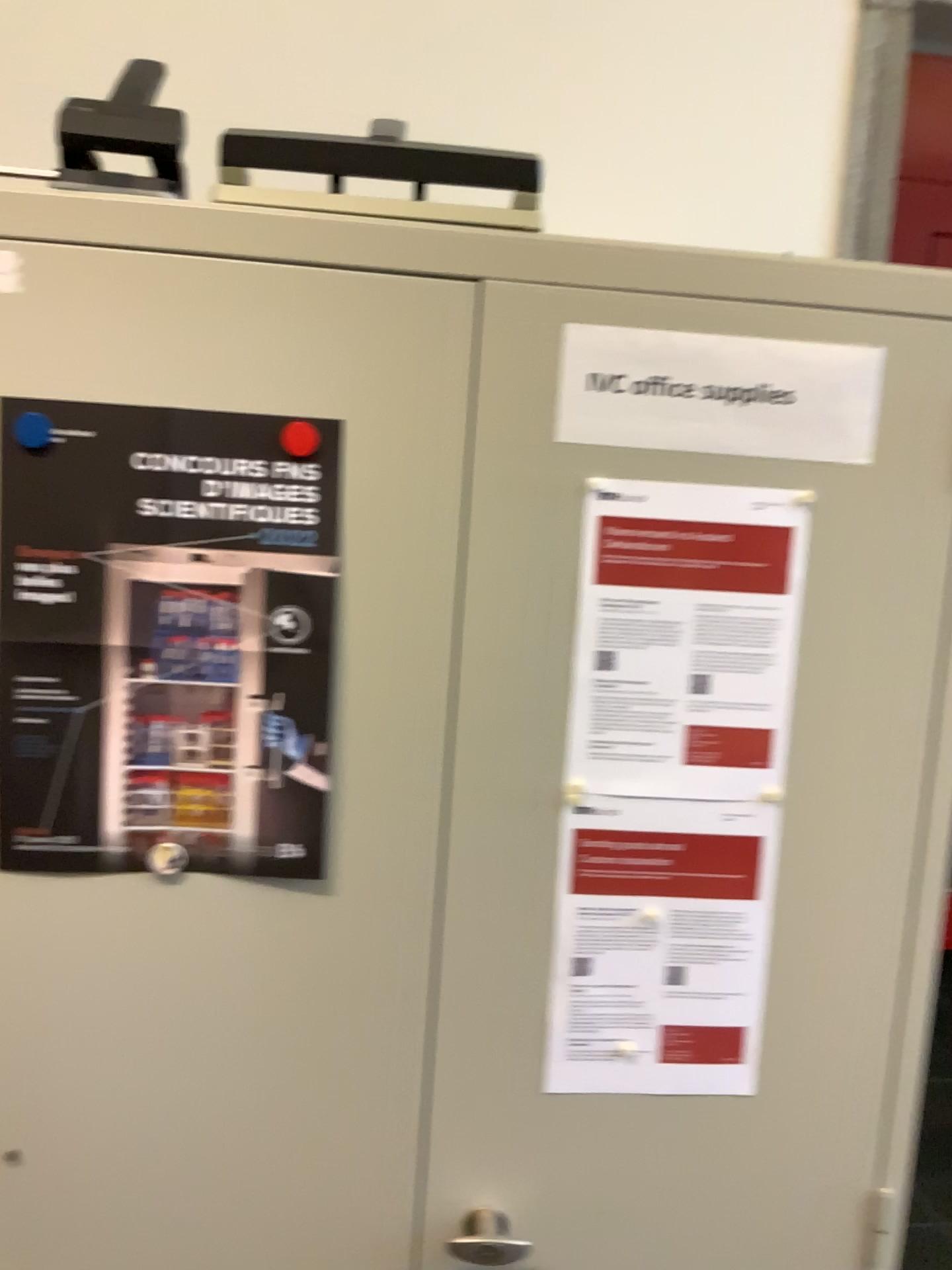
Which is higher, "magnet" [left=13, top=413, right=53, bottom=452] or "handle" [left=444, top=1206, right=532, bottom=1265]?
"magnet" [left=13, top=413, right=53, bottom=452]

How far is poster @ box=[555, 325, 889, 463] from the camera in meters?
1.0 m

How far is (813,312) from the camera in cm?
97

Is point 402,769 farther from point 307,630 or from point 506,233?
point 506,233

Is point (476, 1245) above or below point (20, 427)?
below

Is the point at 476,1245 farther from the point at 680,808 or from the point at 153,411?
the point at 153,411

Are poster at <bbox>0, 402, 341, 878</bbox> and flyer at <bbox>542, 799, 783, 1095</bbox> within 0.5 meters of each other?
yes

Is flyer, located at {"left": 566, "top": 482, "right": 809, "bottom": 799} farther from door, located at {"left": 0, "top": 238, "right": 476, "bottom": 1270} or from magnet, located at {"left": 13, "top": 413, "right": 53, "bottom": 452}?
magnet, located at {"left": 13, "top": 413, "right": 53, "bottom": 452}

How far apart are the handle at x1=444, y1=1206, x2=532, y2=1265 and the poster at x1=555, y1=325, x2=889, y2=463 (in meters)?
0.75

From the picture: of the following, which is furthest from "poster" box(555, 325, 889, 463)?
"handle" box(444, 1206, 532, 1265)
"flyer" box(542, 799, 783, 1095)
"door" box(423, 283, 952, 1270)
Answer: "handle" box(444, 1206, 532, 1265)
